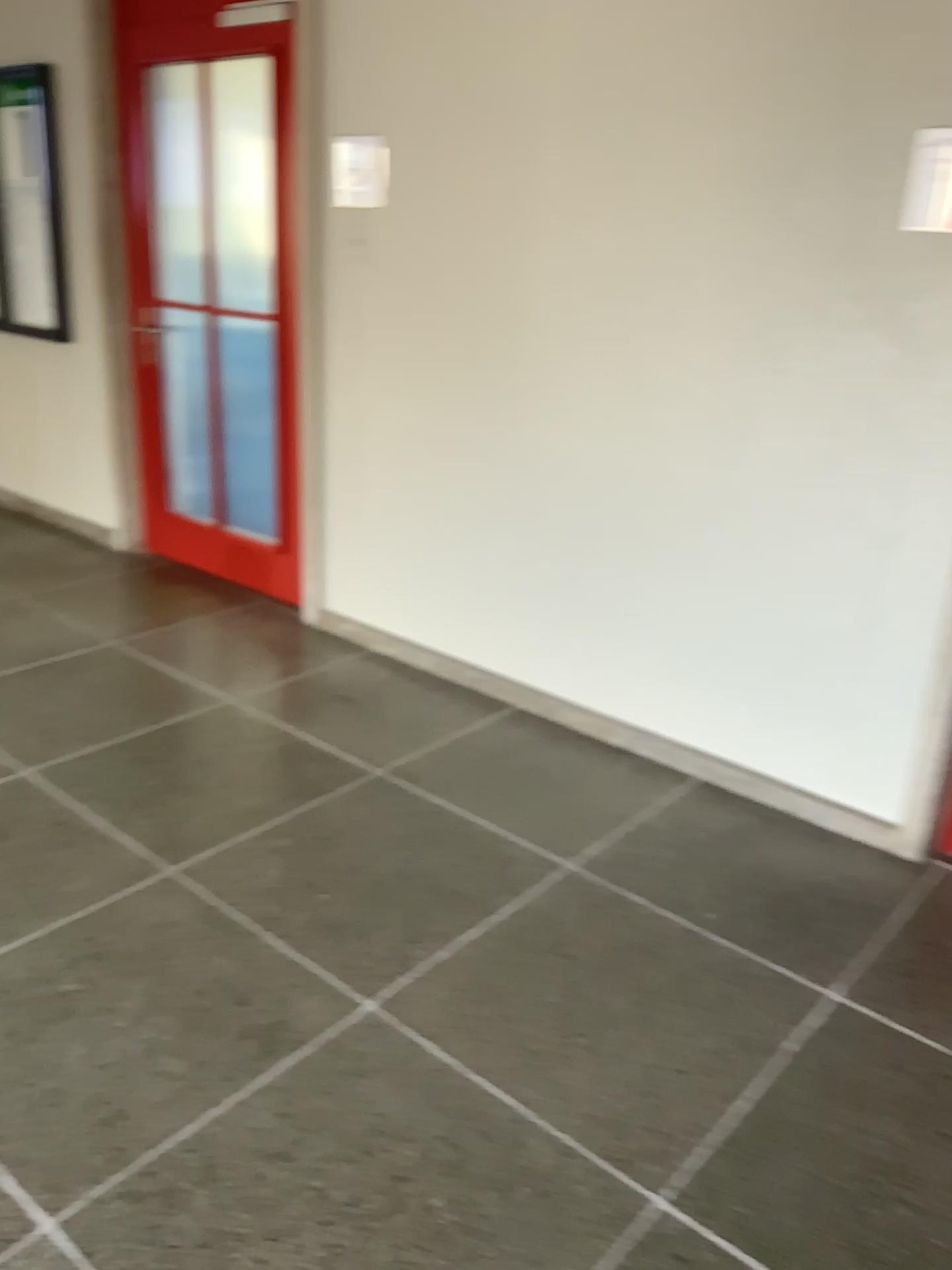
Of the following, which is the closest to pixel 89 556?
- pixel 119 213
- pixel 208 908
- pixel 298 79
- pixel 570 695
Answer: pixel 119 213

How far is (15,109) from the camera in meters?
4.5

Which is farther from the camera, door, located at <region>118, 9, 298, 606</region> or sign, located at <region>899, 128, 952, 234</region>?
door, located at <region>118, 9, 298, 606</region>

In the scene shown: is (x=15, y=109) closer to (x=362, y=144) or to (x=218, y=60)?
(x=218, y=60)

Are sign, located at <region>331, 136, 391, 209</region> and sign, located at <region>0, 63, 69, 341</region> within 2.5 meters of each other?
yes

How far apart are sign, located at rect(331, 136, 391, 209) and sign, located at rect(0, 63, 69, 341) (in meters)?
1.72

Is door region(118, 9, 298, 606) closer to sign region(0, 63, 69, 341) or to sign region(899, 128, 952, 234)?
sign region(0, 63, 69, 341)

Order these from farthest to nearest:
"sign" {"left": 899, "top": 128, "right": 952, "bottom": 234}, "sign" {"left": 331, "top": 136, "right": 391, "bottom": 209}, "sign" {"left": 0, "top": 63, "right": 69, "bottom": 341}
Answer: "sign" {"left": 0, "top": 63, "right": 69, "bottom": 341} < "sign" {"left": 331, "top": 136, "right": 391, "bottom": 209} < "sign" {"left": 899, "top": 128, "right": 952, "bottom": 234}

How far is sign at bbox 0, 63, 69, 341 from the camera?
4.5m

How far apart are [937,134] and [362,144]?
1.8 meters
